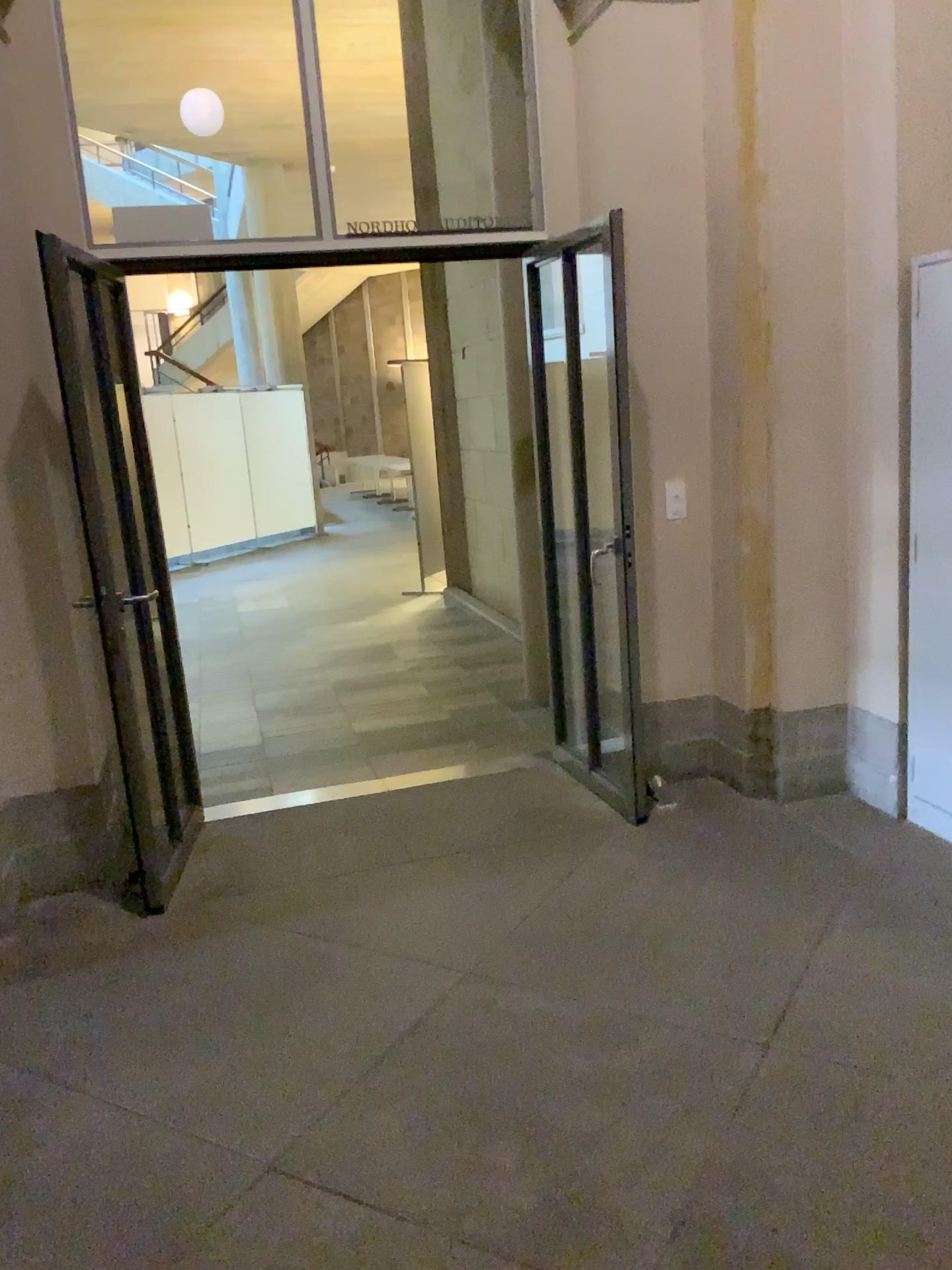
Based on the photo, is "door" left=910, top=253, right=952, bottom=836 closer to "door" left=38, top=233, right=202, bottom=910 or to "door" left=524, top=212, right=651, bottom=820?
"door" left=524, top=212, right=651, bottom=820

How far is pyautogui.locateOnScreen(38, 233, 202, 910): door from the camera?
3.38m

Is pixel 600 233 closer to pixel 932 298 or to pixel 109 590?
pixel 932 298

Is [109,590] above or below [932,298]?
below

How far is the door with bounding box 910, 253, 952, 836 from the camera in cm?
334

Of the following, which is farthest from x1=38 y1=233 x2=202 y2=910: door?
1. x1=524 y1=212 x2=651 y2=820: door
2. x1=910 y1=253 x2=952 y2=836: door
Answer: x1=910 y1=253 x2=952 y2=836: door

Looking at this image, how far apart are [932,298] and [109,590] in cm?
277

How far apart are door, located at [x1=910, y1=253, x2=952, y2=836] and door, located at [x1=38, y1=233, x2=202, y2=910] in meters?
2.5 m

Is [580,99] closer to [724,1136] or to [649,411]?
[649,411]
